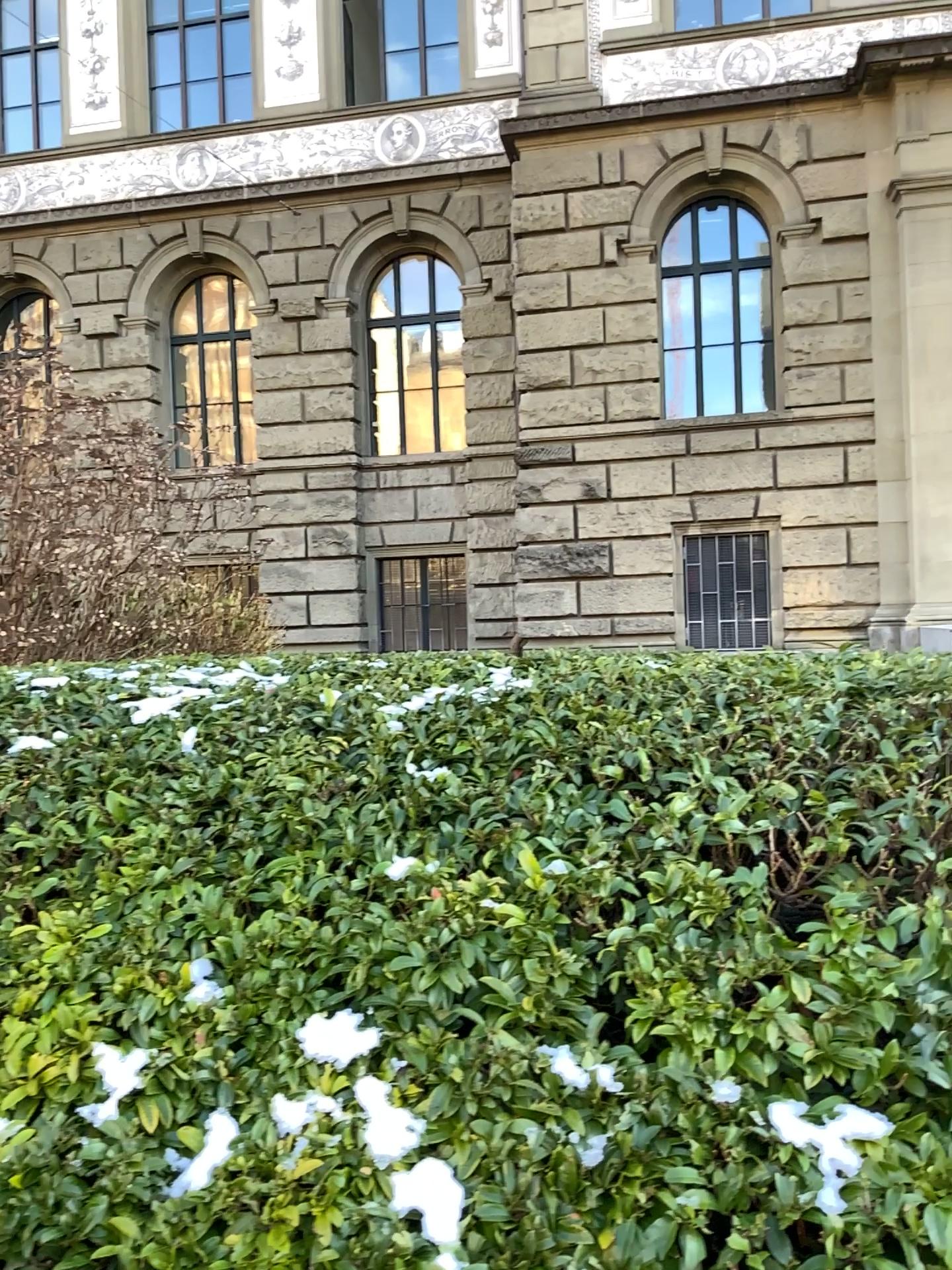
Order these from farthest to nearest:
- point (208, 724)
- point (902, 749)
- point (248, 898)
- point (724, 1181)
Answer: point (208, 724), point (902, 749), point (248, 898), point (724, 1181)
